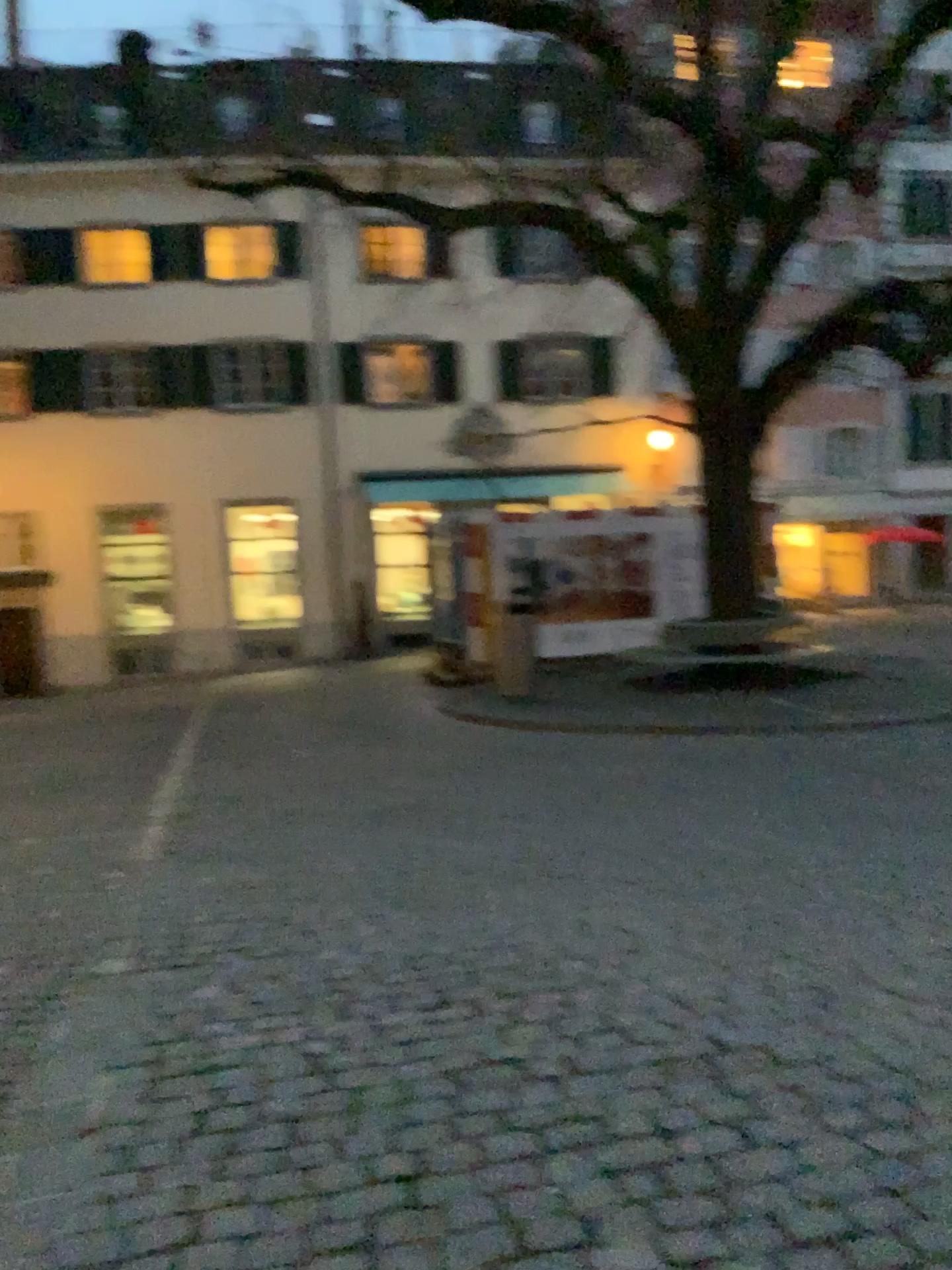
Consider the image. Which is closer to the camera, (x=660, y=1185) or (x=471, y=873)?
(x=660, y=1185)
